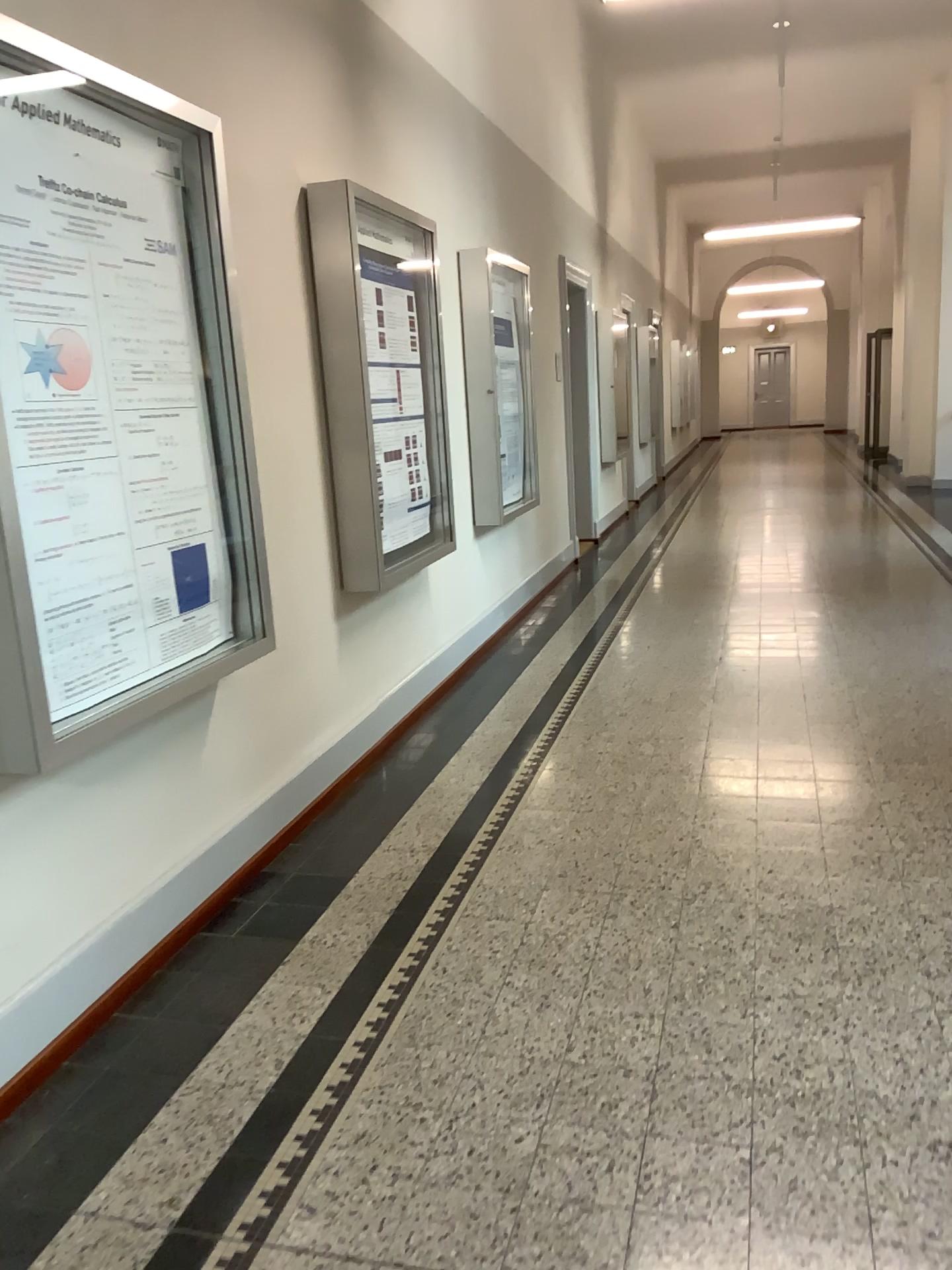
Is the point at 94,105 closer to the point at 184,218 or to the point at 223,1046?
the point at 184,218
